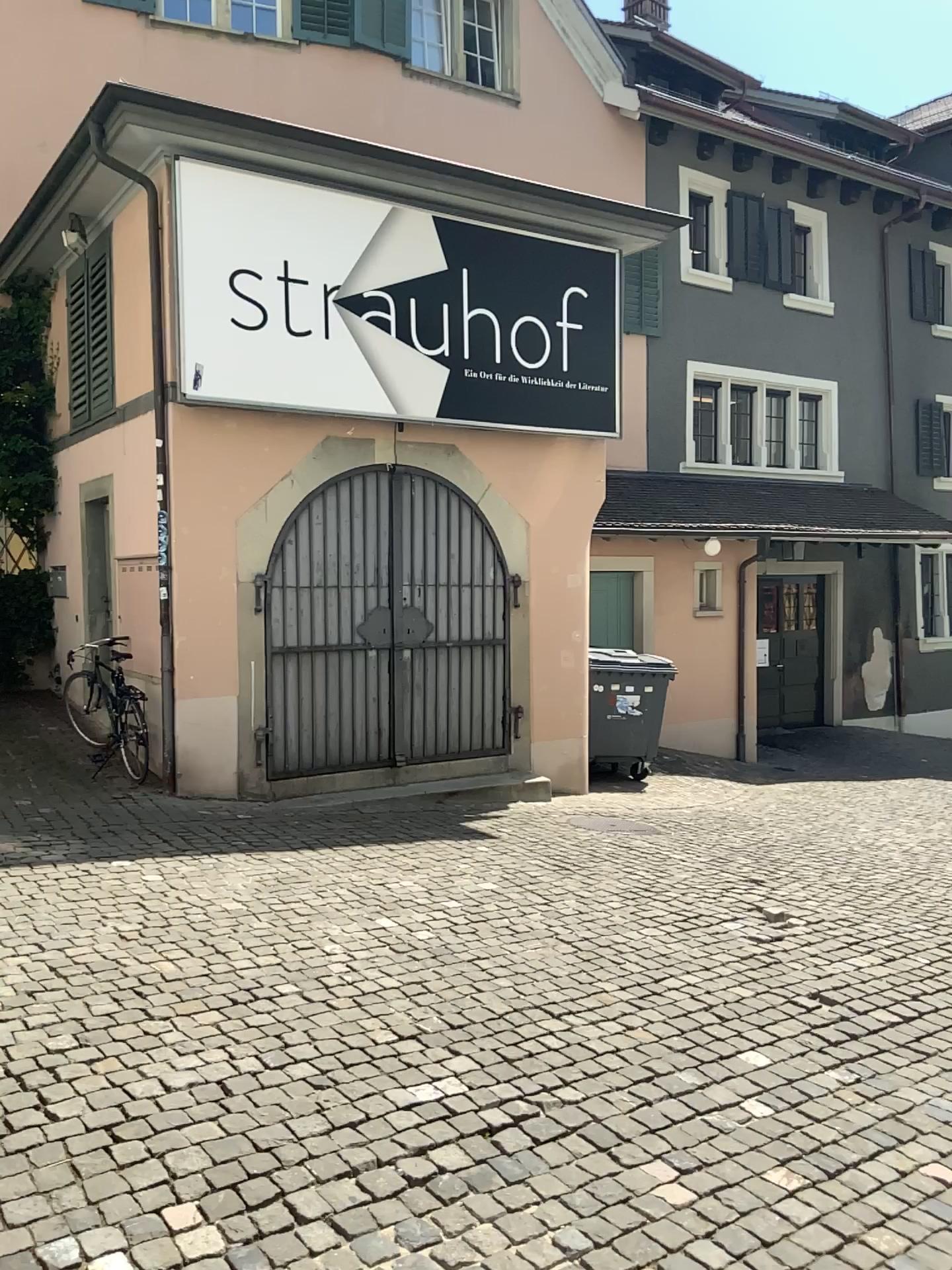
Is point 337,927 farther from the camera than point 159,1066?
Yes
